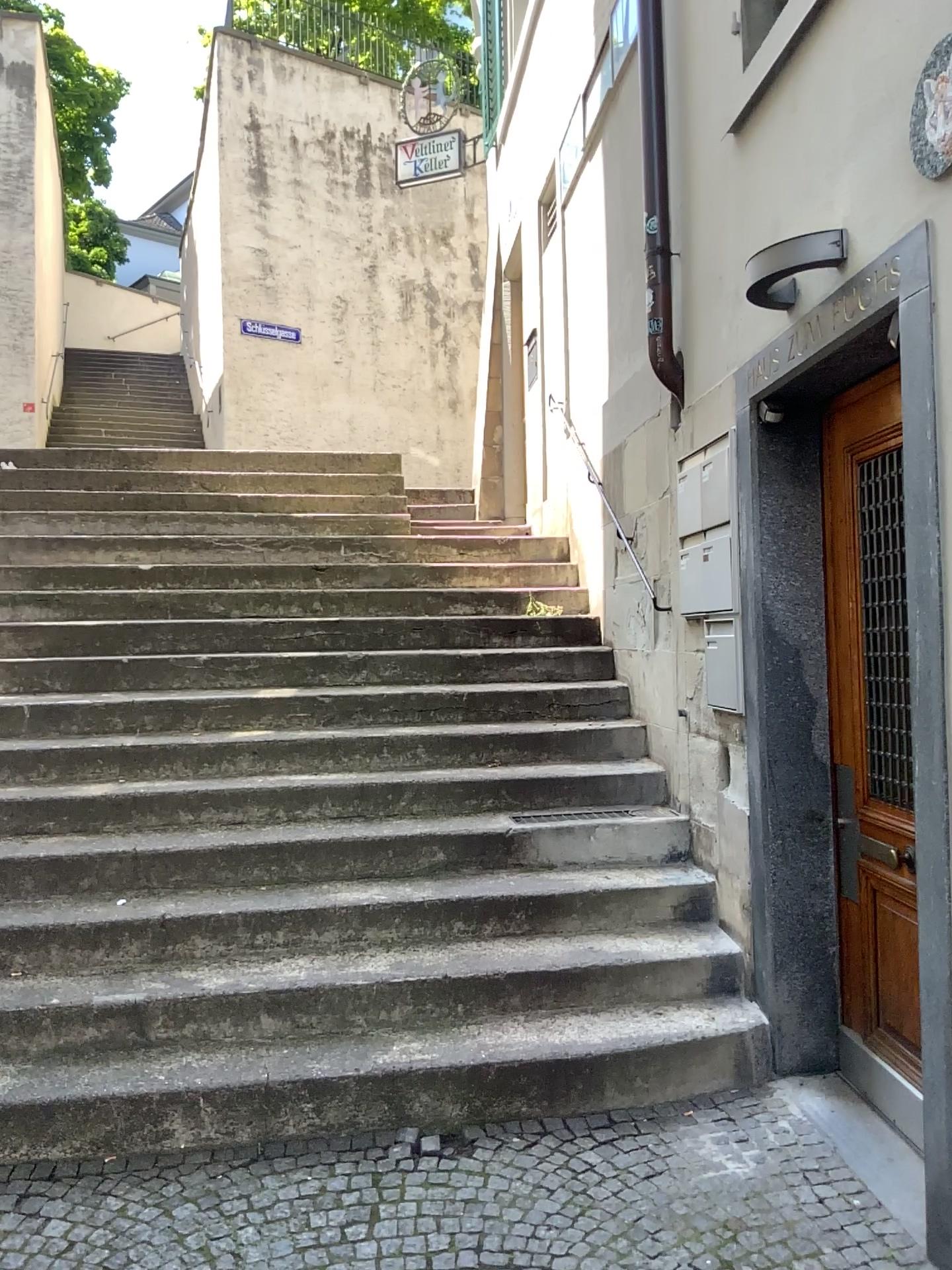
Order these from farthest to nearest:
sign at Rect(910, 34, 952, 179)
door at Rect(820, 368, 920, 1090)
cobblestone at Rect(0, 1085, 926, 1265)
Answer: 1. door at Rect(820, 368, 920, 1090)
2. cobblestone at Rect(0, 1085, 926, 1265)
3. sign at Rect(910, 34, 952, 179)

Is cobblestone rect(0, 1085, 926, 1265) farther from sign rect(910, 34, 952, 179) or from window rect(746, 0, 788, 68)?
window rect(746, 0, 788, 68)

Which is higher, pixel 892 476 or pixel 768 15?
pixel 768 15

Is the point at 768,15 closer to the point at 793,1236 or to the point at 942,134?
the point at 942,134

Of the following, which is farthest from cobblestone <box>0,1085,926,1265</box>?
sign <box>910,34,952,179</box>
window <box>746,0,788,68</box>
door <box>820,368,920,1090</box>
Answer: window <box>746,0,788,68</box>

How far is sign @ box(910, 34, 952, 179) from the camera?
2.18m

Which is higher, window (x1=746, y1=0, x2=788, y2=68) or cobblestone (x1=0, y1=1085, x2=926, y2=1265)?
window (x1=746, y1=0, x2=788, y2=68)

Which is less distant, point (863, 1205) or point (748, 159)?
point (863, 1205)

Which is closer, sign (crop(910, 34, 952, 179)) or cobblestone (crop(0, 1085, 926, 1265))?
sign (crop(910, 34, 952, 179))

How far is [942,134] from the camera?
2.18m
